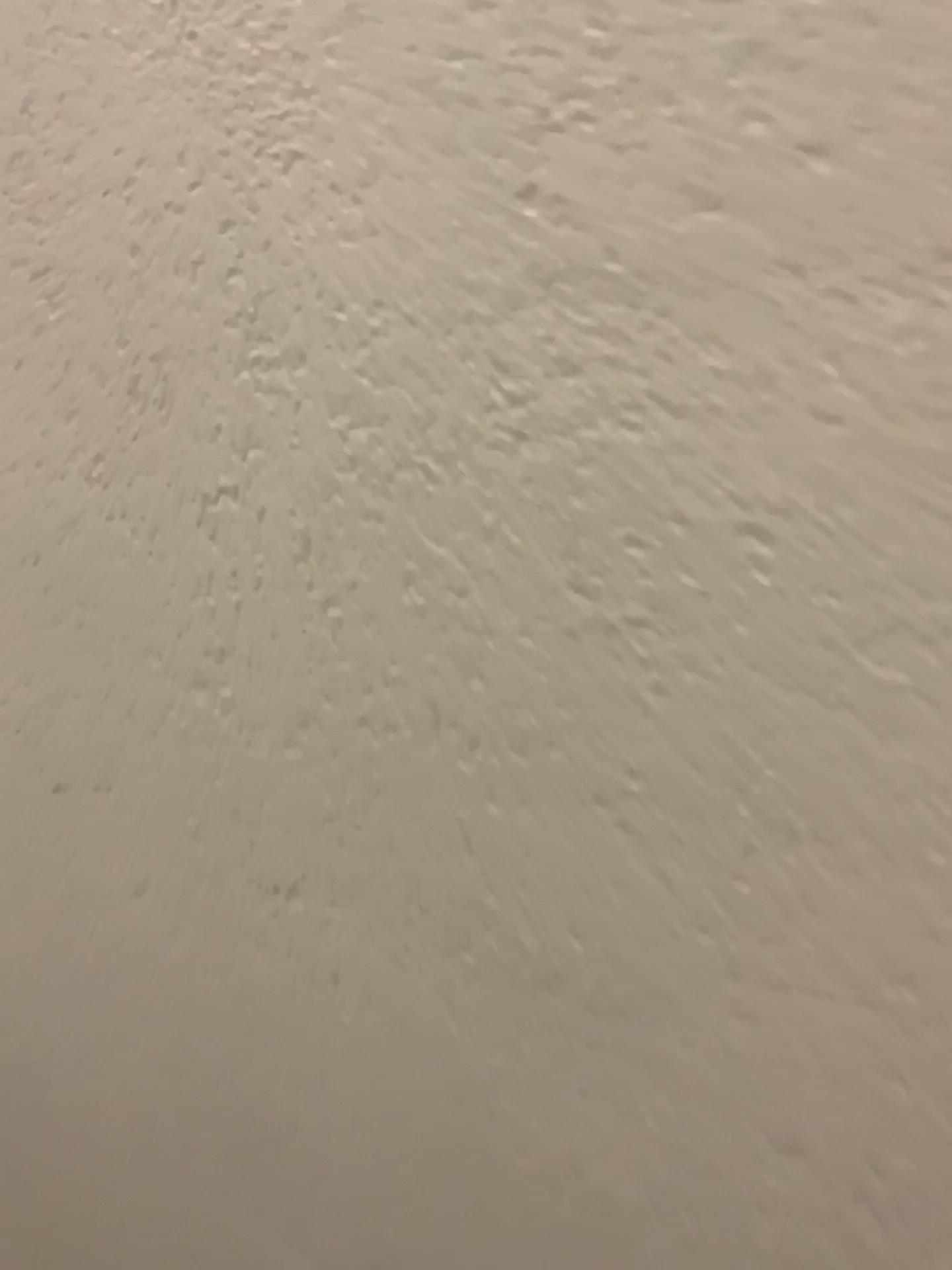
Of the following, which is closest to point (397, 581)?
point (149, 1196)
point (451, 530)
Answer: point (451, 530)
